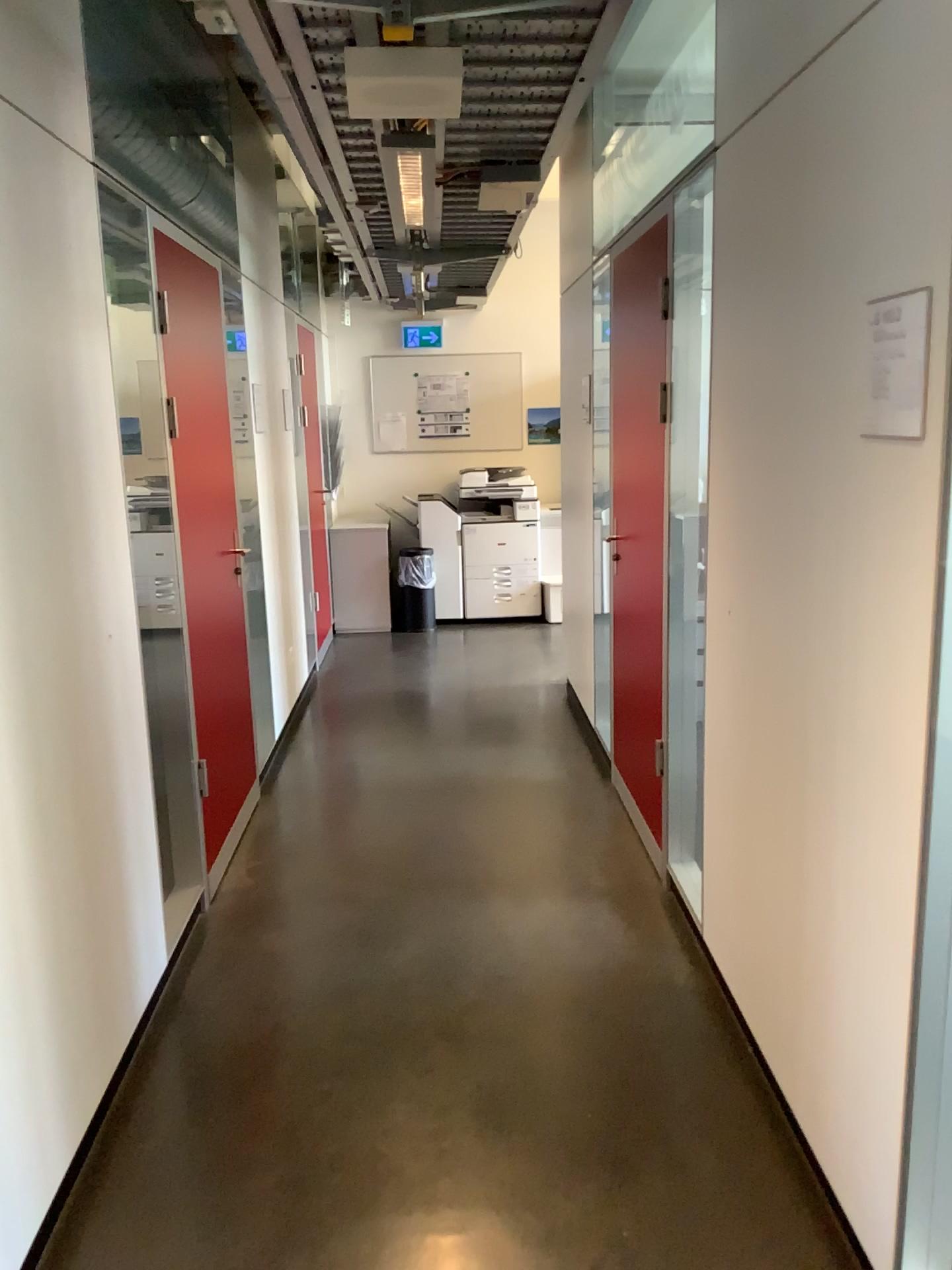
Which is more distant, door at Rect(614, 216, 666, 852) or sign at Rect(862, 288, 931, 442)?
door at Rect(614, 216, 666, 852)

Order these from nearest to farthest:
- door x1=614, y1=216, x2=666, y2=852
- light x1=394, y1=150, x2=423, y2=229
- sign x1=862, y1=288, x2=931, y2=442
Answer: sign x1=862, y1=288, x2=931, y2=442, light x1=394, y1=150, x2=423, y2=229, door x1=614, y1=216, x2=666, y2=852

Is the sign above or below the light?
below

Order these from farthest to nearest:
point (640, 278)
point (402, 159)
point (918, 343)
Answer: point (640, 278) < point (402, 159) < point (918, 343)

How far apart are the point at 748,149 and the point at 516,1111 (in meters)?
2.18

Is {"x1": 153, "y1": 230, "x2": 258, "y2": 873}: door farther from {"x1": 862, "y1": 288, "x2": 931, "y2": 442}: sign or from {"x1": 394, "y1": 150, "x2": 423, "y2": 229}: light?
{"x1": 862, "y1": 288, "x2": 931, "y2": 442}: sign

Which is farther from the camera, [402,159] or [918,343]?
[402,159]

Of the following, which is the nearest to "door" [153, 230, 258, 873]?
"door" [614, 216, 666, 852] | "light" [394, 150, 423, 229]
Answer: "light" [394, 150, 423, 229]

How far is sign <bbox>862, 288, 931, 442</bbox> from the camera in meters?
1.5 m

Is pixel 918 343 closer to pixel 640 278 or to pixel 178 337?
pixel 640 278
